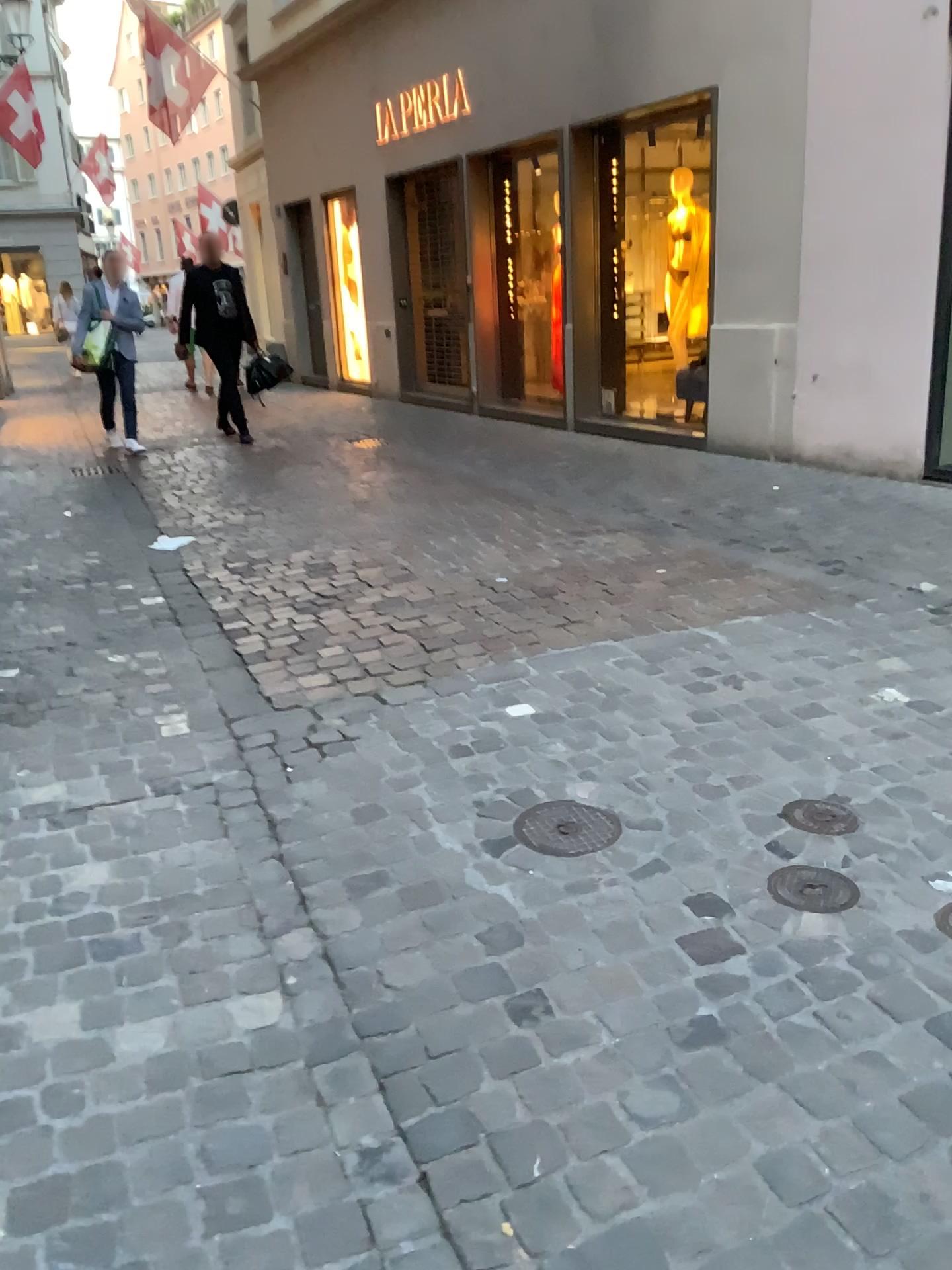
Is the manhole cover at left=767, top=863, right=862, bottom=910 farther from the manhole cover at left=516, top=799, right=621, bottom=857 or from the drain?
the manhole cover at left=516, top=799, right=621, bottom=857

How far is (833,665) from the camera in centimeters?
339cm

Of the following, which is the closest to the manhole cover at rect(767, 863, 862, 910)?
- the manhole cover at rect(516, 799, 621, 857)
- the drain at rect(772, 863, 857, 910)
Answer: the drain at rect(772, 863, 857, 910)

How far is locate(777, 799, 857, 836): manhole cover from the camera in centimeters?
242cm

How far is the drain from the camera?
2.1 meters

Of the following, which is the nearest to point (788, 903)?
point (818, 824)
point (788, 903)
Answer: point (788, 903)

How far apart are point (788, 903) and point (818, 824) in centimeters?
35cm

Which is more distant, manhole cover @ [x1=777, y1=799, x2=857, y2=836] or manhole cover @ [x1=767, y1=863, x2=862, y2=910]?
manhole cover @ [x1=777, y1=799, x2=857, y2=836]

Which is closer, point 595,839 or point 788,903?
point 788,903

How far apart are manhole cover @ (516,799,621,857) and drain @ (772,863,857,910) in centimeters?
40cm
